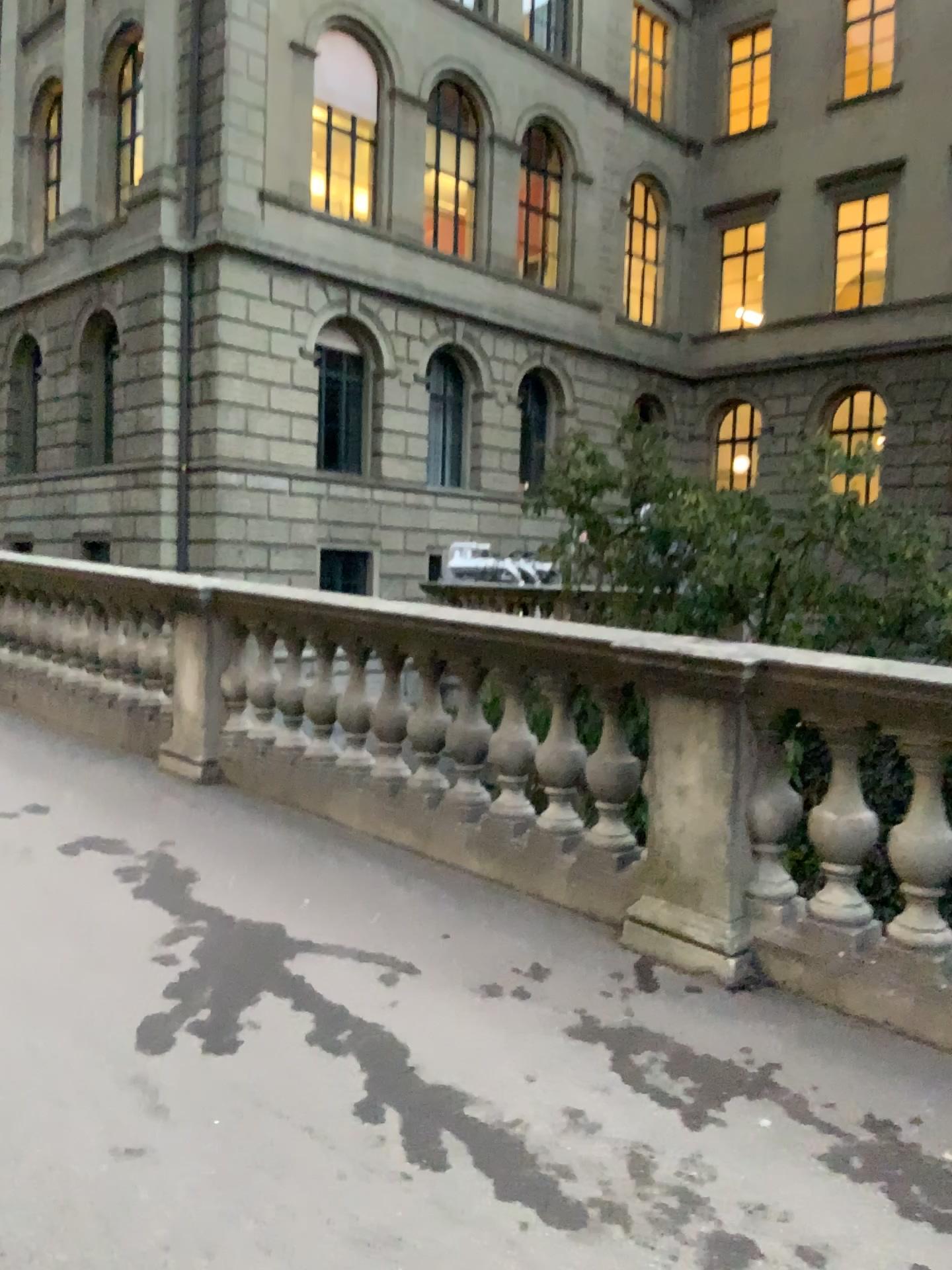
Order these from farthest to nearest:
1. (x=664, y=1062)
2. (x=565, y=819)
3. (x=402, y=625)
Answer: (x=402, y=625)
(x=565, y=819)
(x=664, y=1062)
